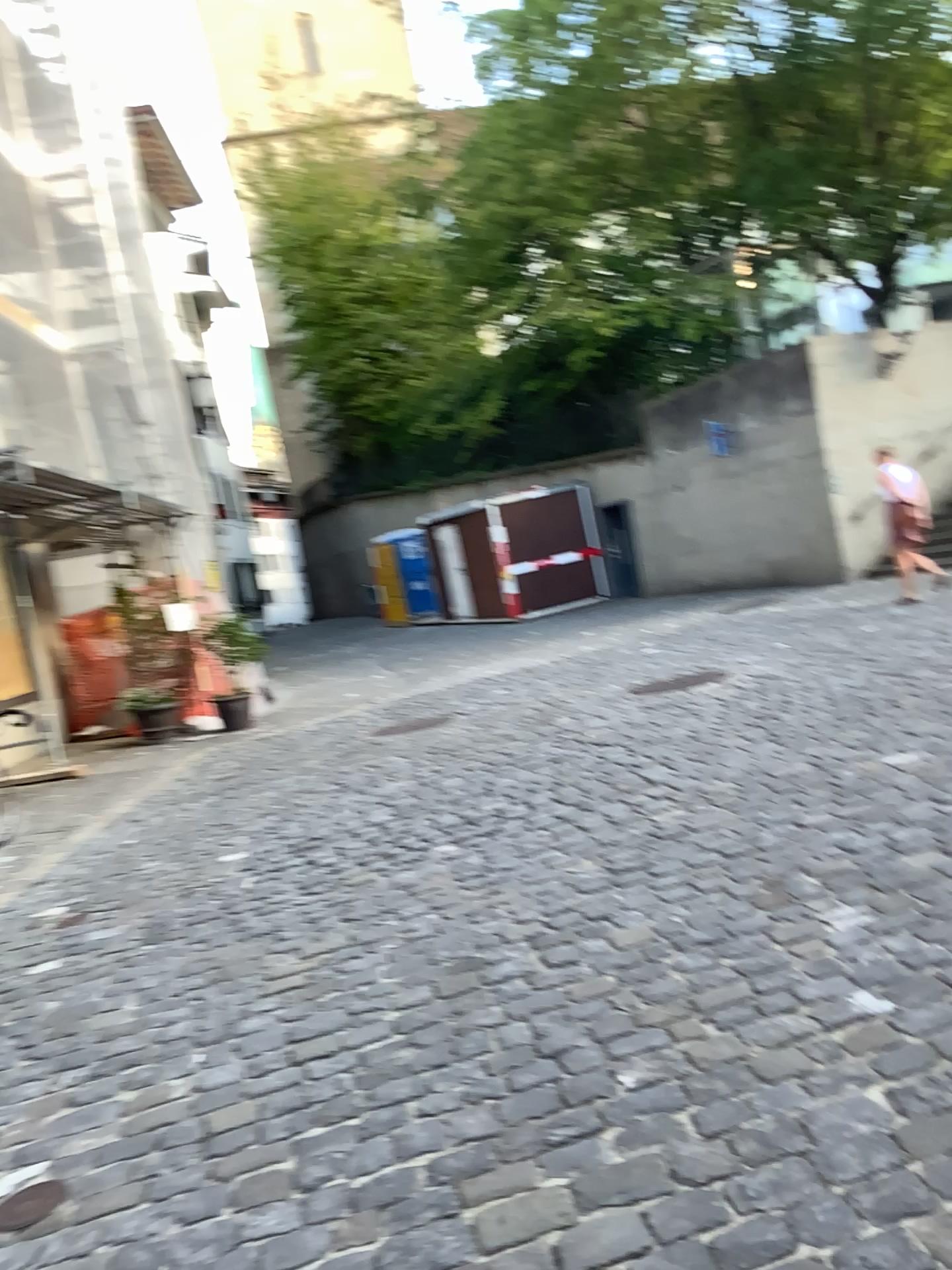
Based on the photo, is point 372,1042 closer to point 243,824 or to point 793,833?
point 793,833

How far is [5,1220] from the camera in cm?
247

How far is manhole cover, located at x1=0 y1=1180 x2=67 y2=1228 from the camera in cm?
248
